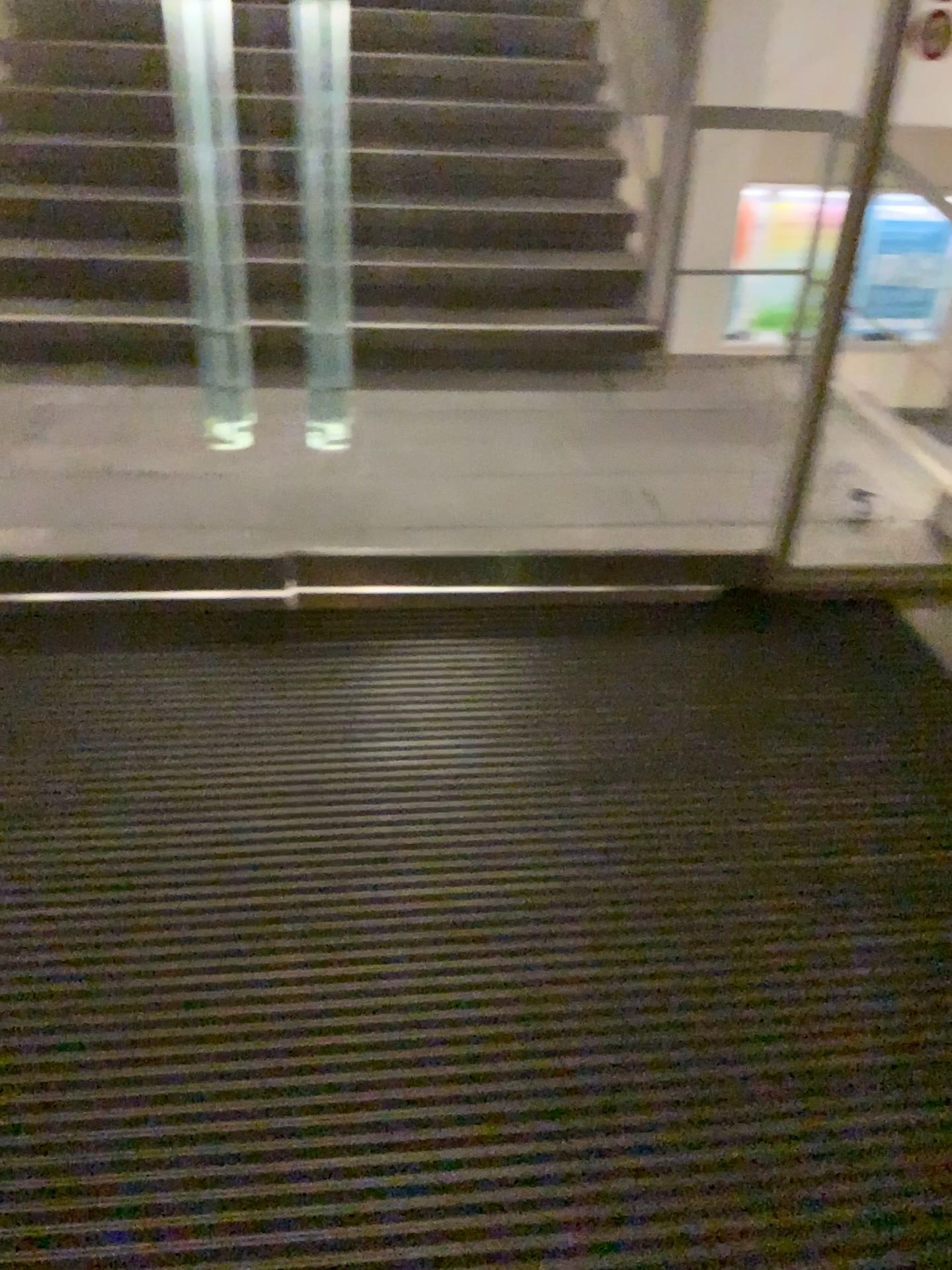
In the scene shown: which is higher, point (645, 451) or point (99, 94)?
point (99, 94)
